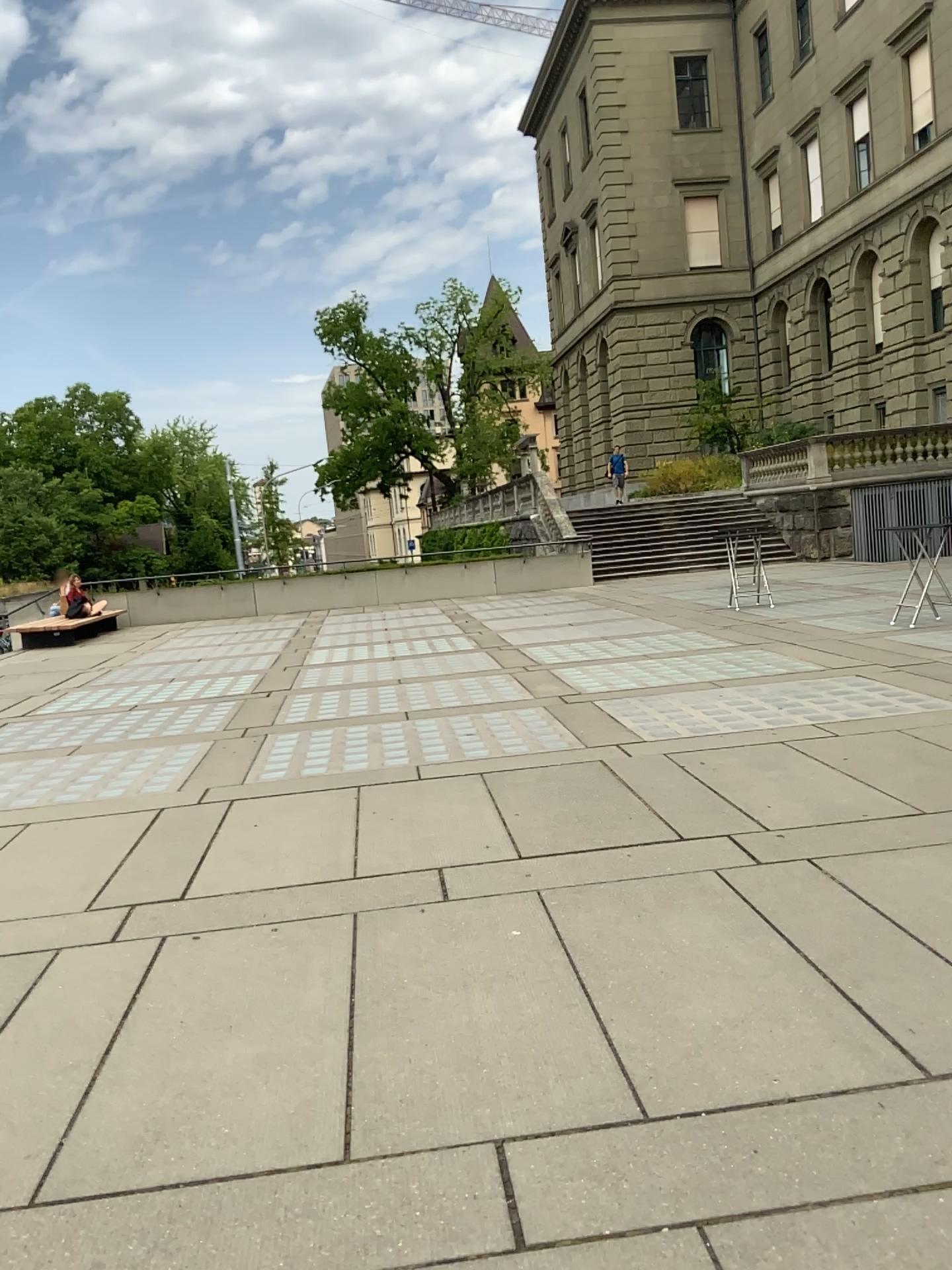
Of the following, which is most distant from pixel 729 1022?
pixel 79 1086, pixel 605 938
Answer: pixel 79 1086
